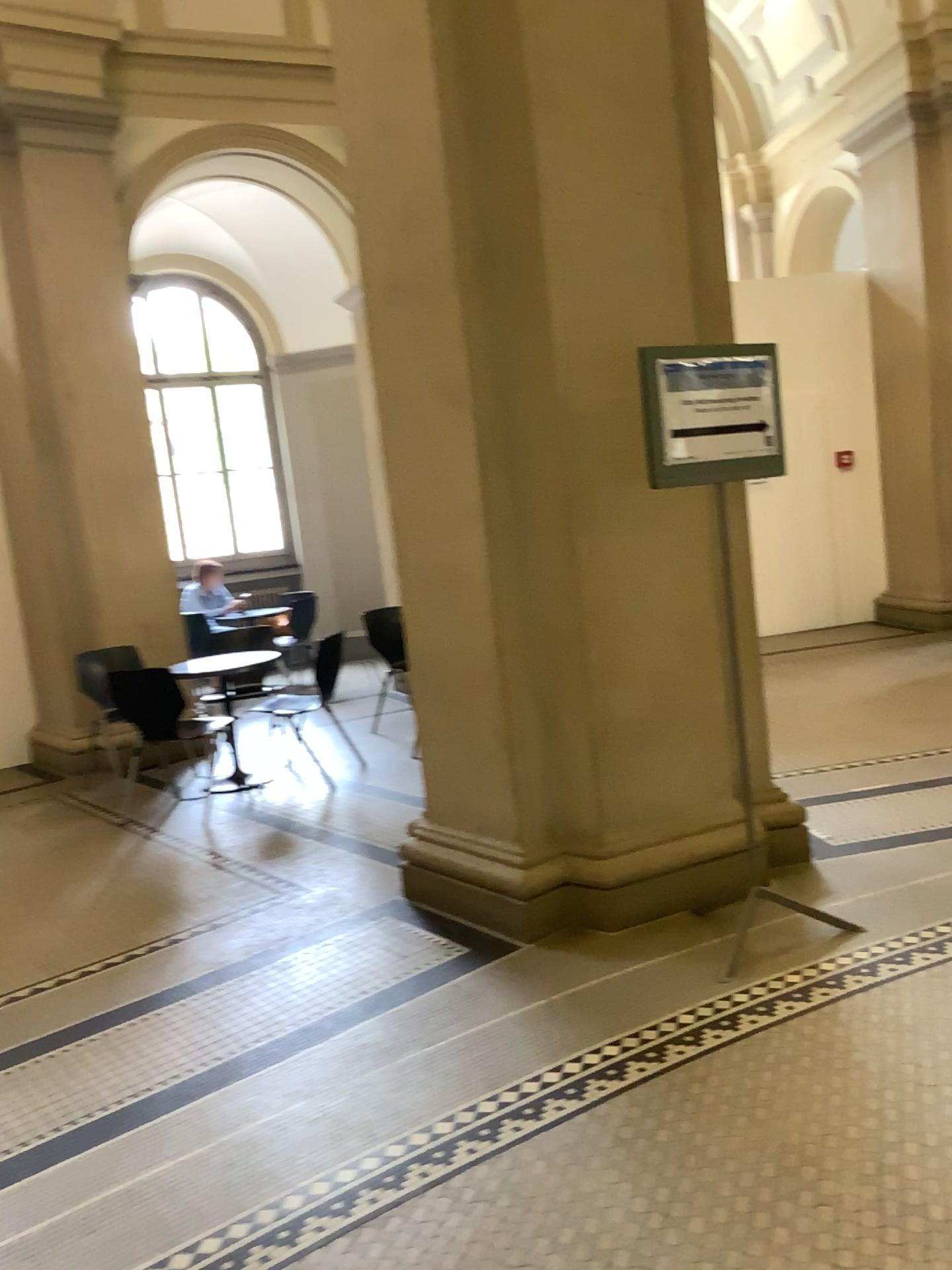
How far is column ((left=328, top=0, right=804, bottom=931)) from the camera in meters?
3.4

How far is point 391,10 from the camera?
3.37m

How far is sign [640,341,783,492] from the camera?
3.11m

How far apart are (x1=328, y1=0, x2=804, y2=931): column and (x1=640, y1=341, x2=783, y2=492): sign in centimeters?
26cm

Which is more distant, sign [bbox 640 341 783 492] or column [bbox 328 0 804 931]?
column [bbox 328 0 804 931]

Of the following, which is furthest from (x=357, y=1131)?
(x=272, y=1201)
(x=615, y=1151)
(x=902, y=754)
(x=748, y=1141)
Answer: (x=902, y=754)

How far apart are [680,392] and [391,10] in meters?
1.6

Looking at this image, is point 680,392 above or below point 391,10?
below
